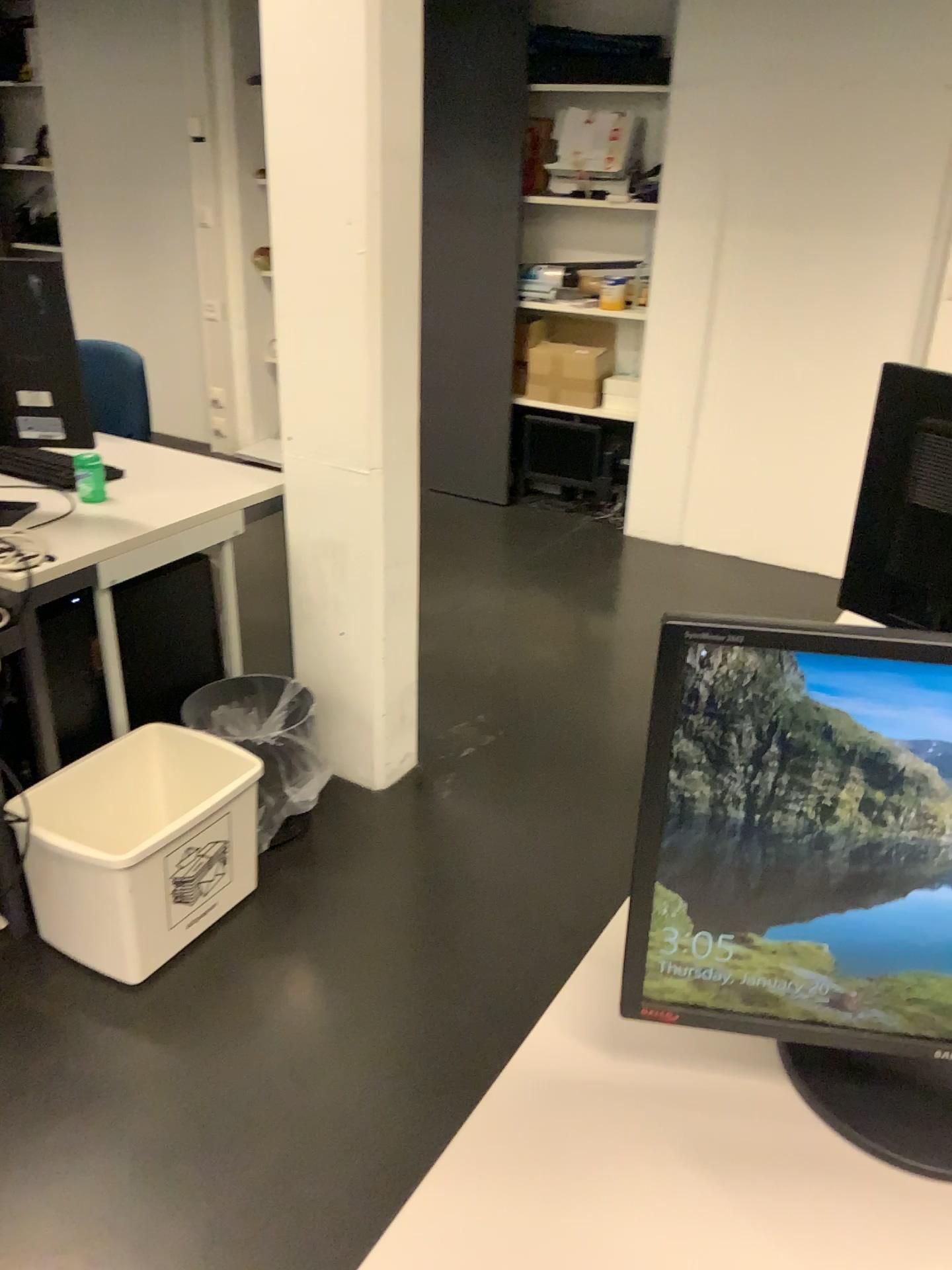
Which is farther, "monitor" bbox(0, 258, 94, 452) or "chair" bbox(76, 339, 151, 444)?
"chair" bbox(76, 339, 151, 444)

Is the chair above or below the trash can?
above

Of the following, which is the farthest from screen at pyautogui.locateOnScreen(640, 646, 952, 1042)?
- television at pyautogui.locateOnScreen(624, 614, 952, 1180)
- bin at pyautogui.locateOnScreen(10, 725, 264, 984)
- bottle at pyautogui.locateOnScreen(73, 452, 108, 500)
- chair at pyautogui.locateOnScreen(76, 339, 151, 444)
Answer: chair at pyautogui.locateOnScreen(76, 339, 151, 444)

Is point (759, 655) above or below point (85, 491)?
above

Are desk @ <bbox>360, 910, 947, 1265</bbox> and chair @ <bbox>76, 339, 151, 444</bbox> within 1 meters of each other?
no

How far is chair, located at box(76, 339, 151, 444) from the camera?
2.9 meters

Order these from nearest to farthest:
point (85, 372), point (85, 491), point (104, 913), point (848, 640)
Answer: point (848, 640) < point (104, 913) < point (85, 491) < point (85, 372)

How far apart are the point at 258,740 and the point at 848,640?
1.69m

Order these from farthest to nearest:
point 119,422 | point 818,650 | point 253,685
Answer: point 119,422
point 253,685
point 818,650

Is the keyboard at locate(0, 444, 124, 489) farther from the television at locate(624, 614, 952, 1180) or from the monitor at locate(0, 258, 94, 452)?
the television at locate(624, 614, 952, 1180)
